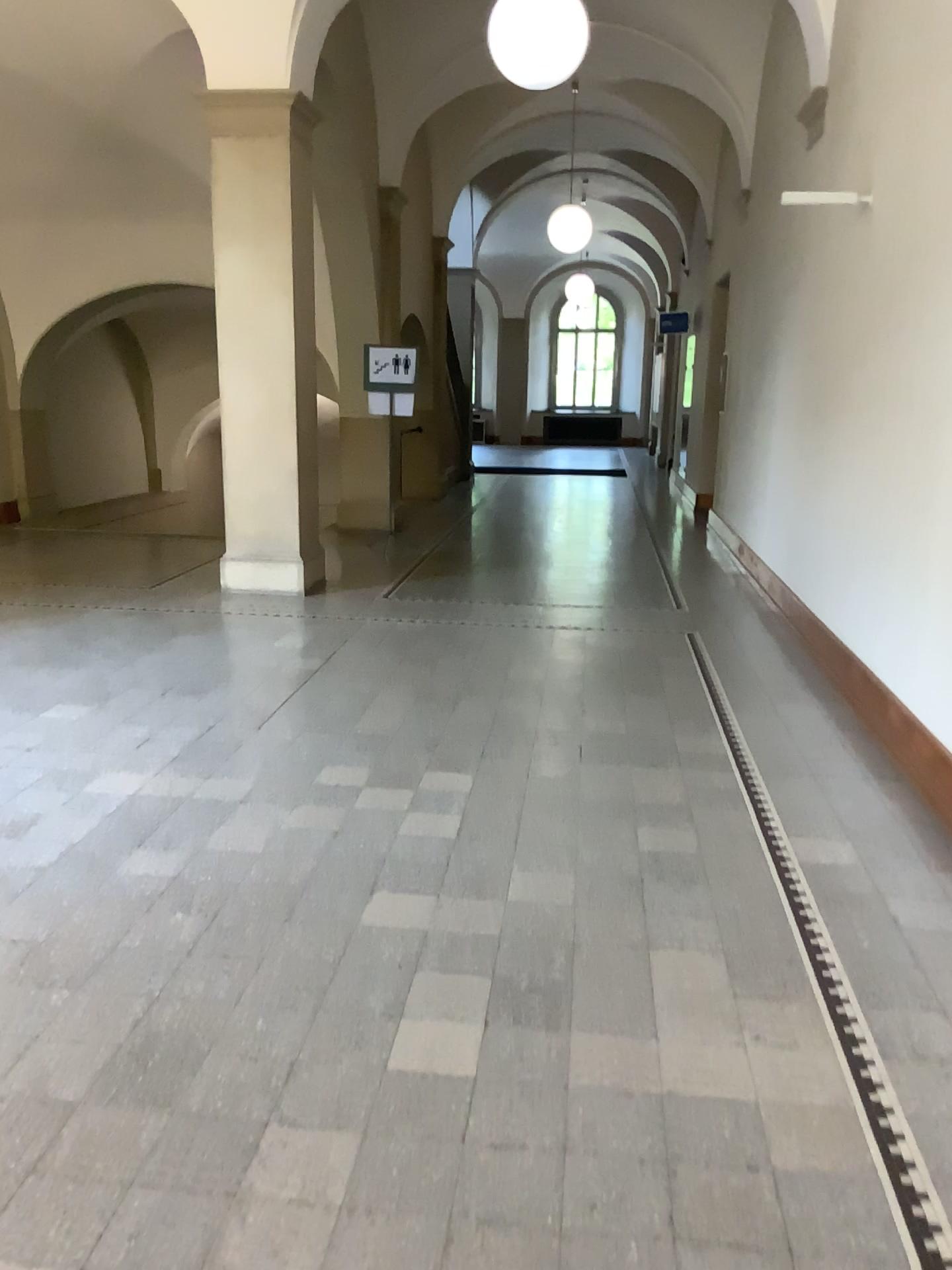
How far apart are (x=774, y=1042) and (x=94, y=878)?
1.99m
